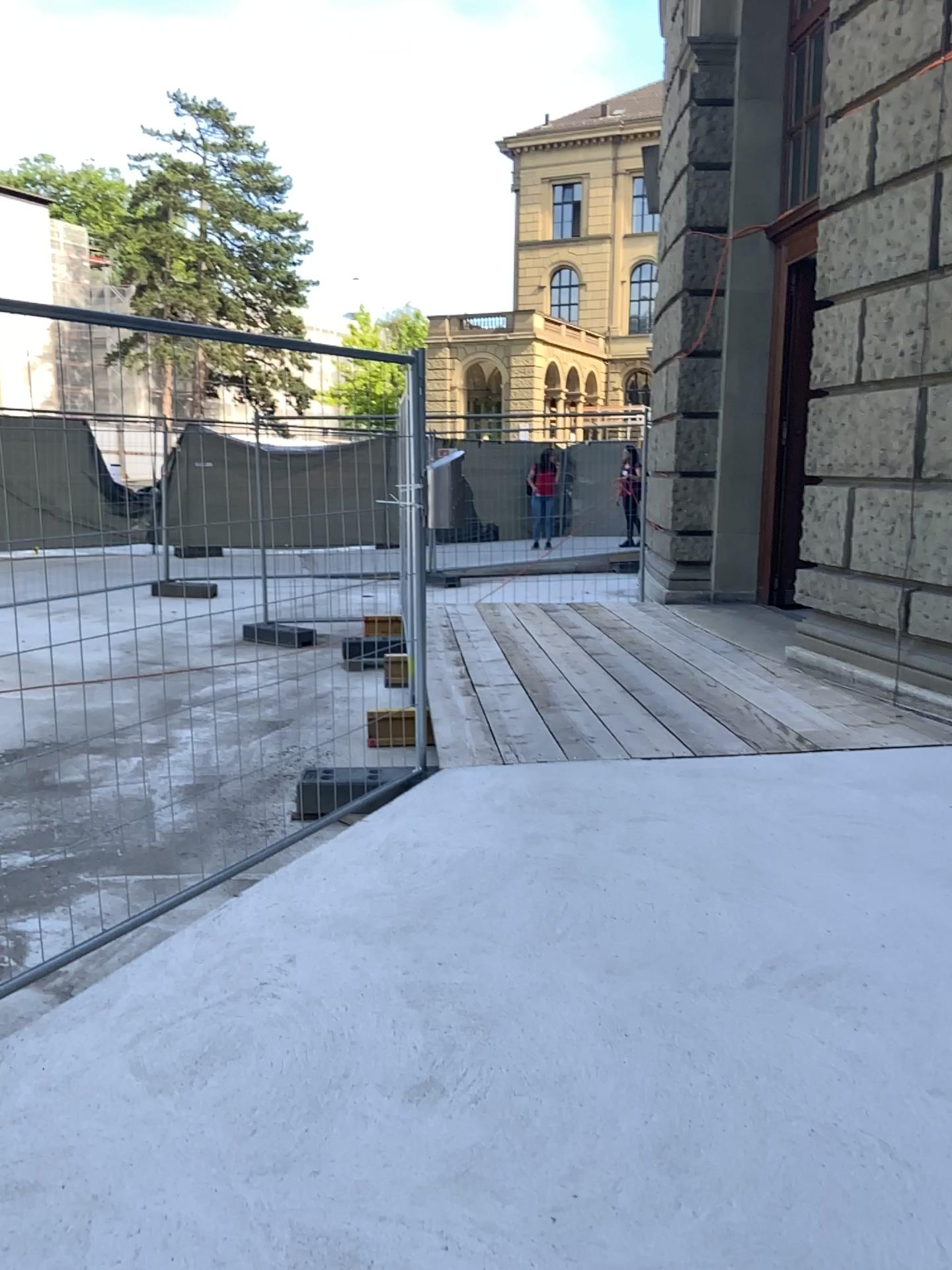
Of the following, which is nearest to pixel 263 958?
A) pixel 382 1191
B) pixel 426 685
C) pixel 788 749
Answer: pixel 382 1191
